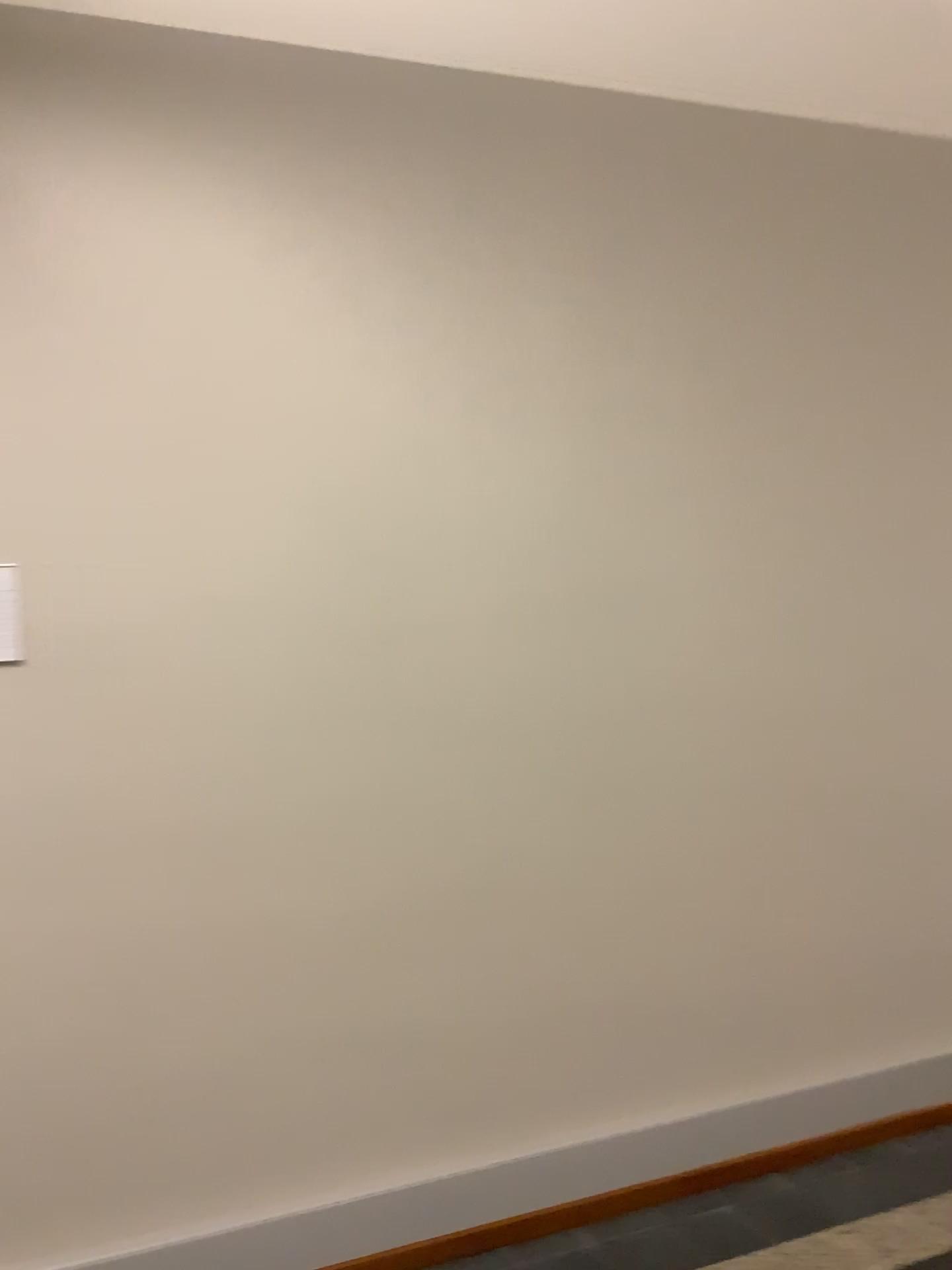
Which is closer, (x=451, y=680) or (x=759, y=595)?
(x=451, y=680)
